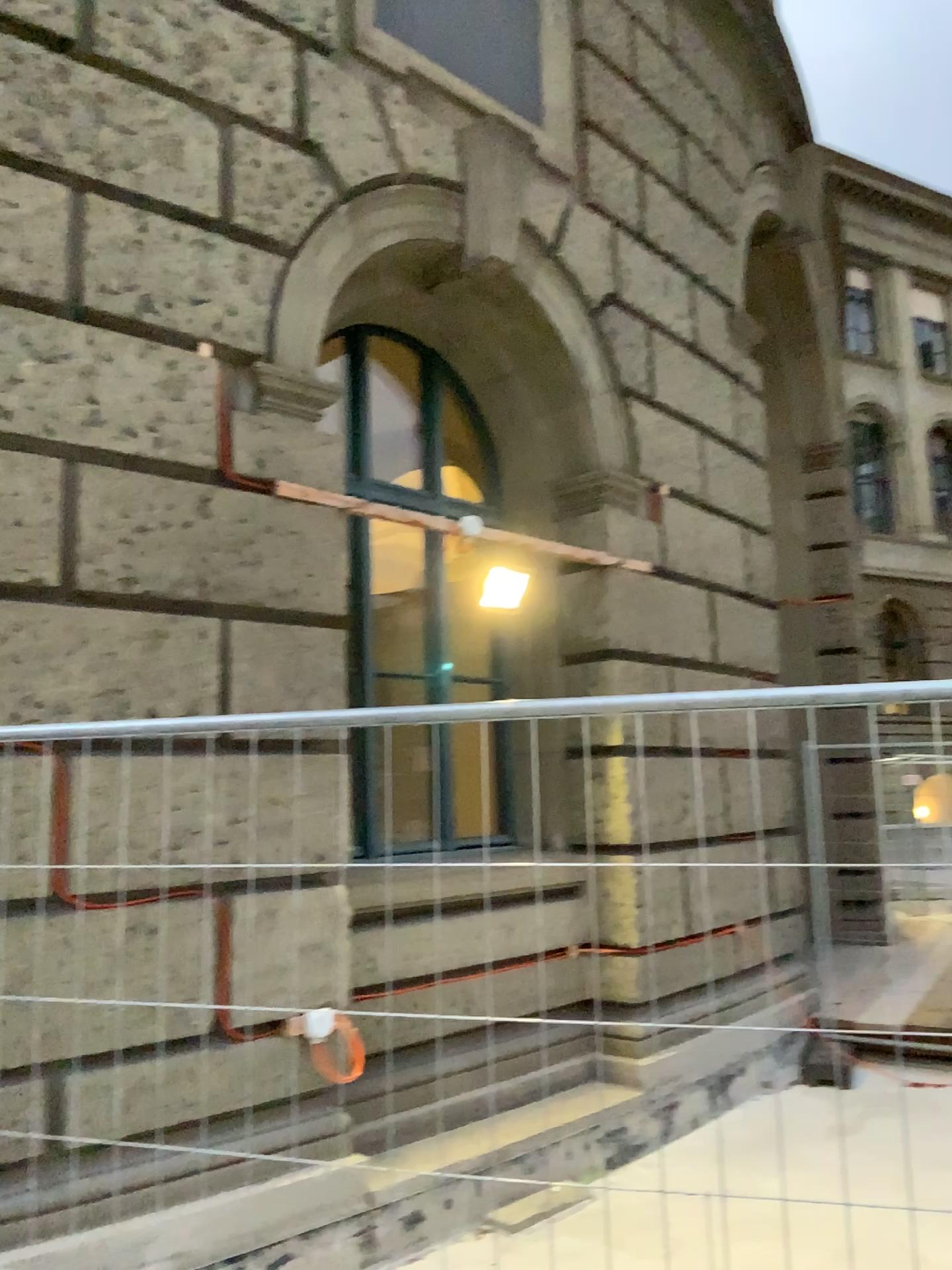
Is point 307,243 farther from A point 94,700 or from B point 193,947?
B point 193,947
